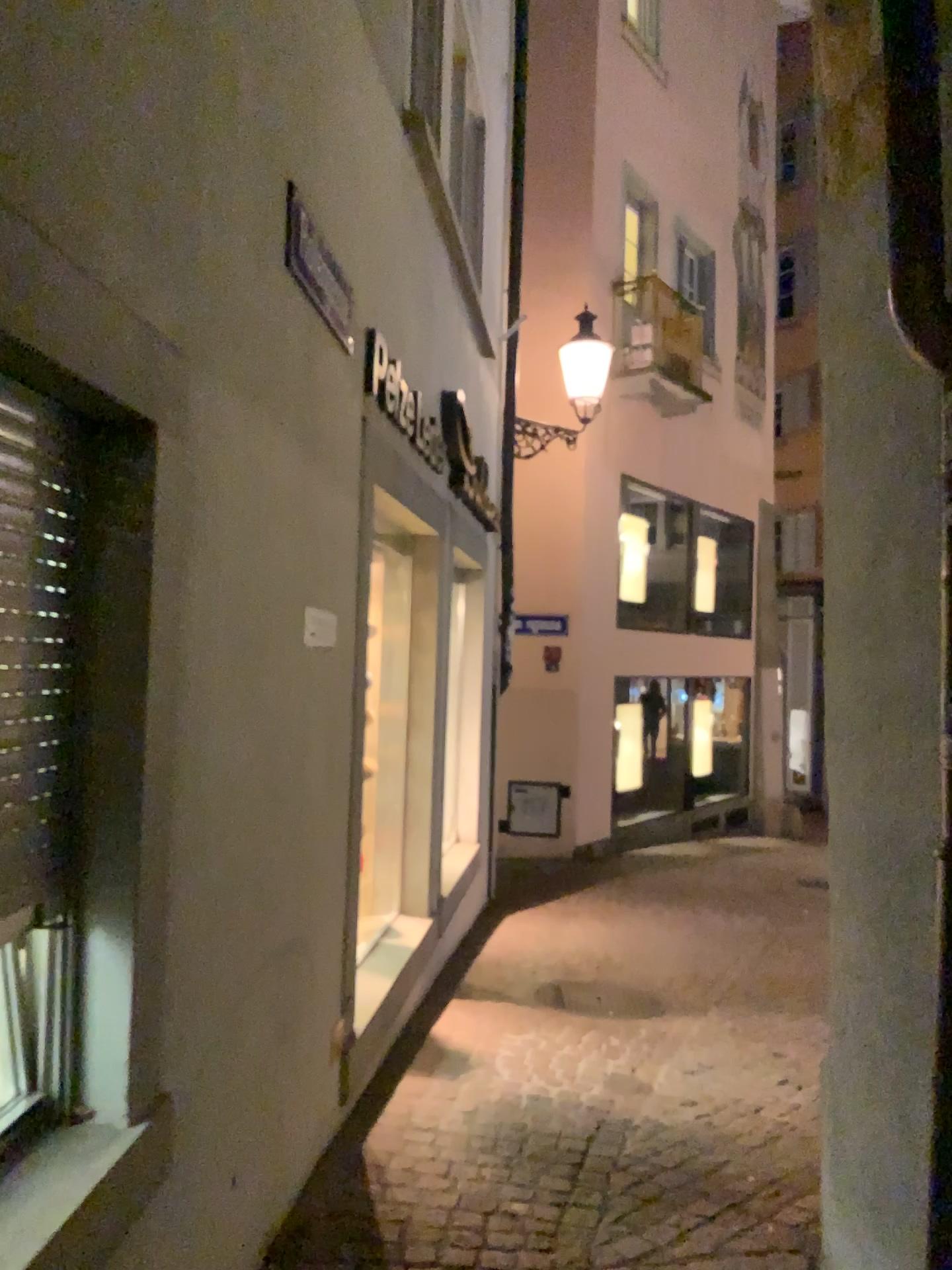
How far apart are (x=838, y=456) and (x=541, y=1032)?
3.0 meters
